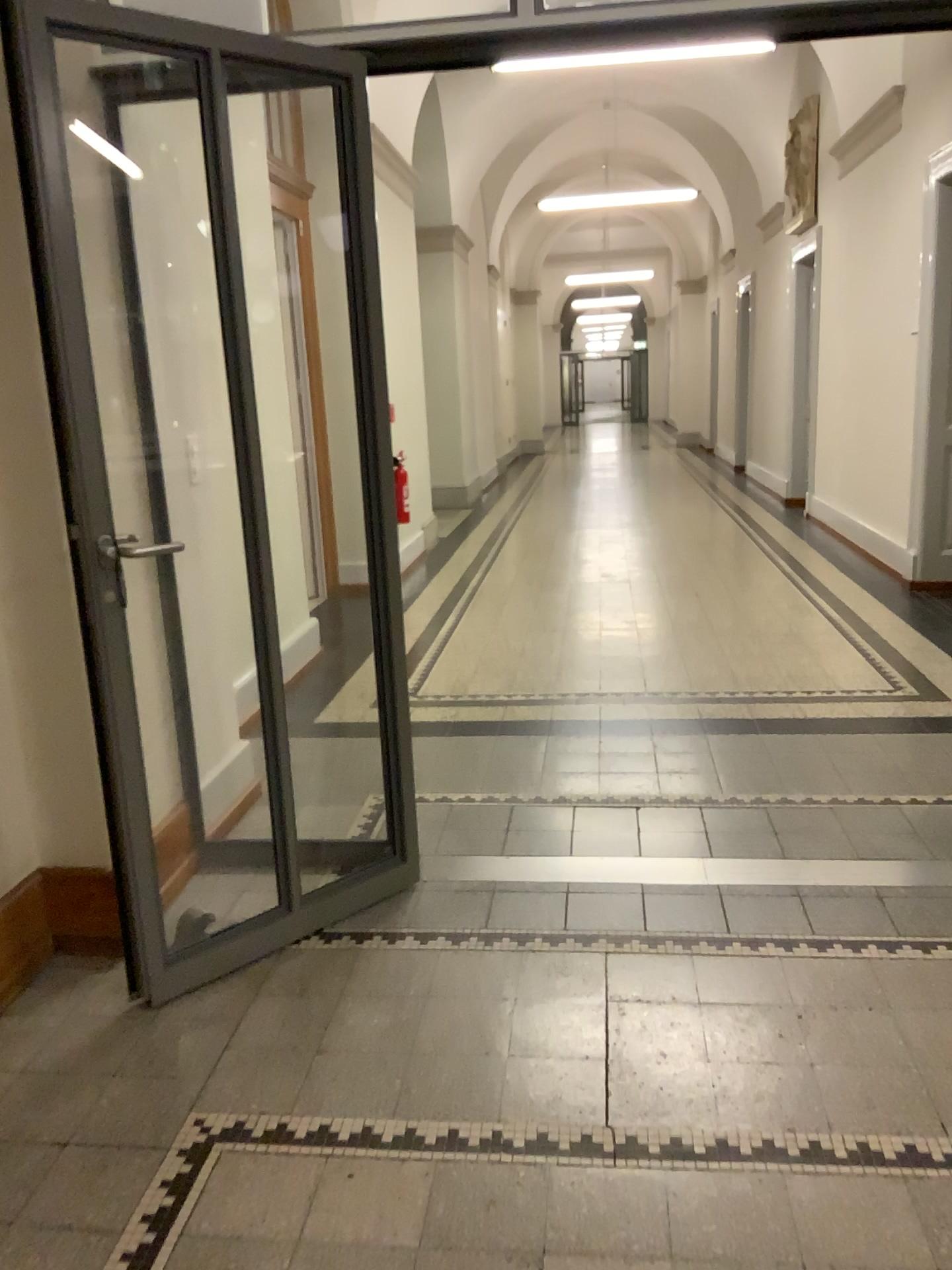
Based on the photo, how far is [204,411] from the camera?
3.28m
